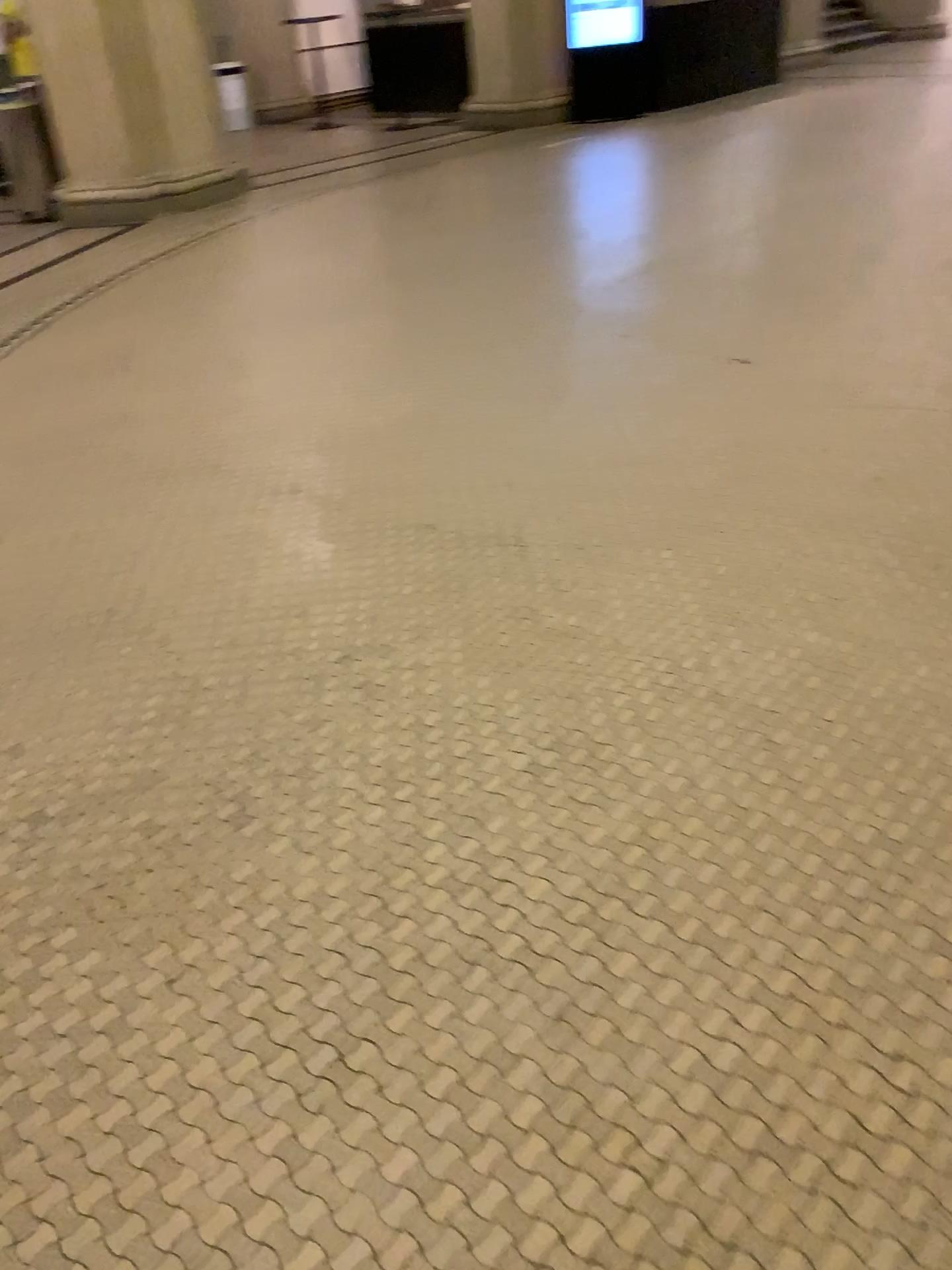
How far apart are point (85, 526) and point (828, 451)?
2.2 meters
